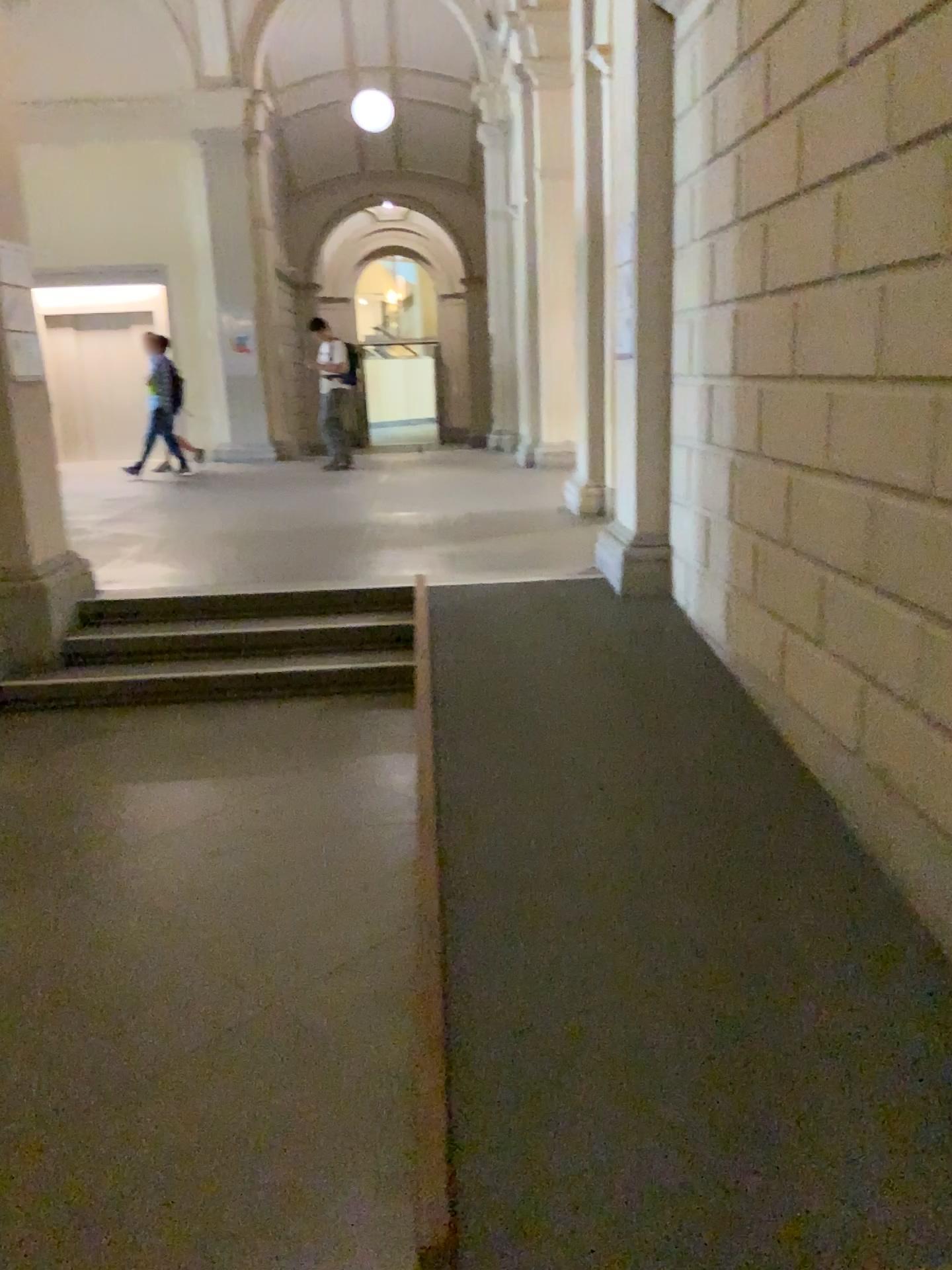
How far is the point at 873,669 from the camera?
2.90m
